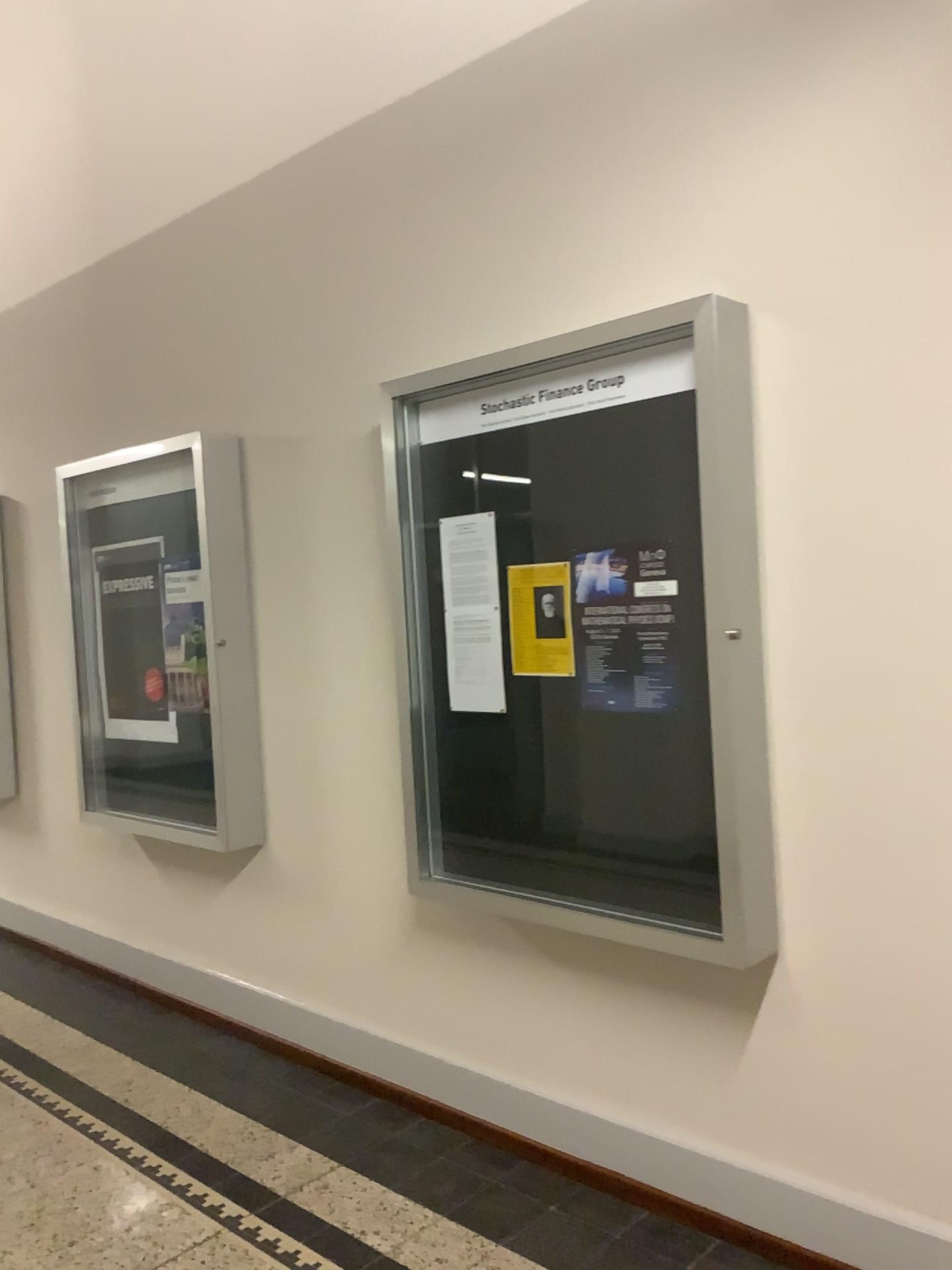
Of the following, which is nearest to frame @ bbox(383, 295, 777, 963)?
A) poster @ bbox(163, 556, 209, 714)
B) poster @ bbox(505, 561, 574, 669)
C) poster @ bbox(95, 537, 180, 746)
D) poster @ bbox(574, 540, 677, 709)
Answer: poster @ bbox(574, 540, 677, 709)

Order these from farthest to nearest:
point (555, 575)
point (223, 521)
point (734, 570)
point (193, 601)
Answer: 1. point (193, 601)
2. point (223, 521)
3. point (555, 575)
4. point (734, 570)

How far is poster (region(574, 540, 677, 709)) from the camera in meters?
2.5 m

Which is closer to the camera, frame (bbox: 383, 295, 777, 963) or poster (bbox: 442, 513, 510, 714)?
frame (bbox: 383, 295, 777, 963)

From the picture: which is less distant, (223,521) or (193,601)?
(223,521)

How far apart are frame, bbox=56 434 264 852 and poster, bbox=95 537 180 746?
0.43m

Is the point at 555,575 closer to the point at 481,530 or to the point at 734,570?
the point at 481,530

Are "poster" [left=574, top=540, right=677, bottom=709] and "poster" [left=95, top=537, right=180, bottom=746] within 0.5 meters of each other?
no

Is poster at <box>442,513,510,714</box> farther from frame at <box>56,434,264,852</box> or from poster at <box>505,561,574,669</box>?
frame at <box>56,434,264,852</box>

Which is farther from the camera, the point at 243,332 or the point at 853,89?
the point at 243,332
